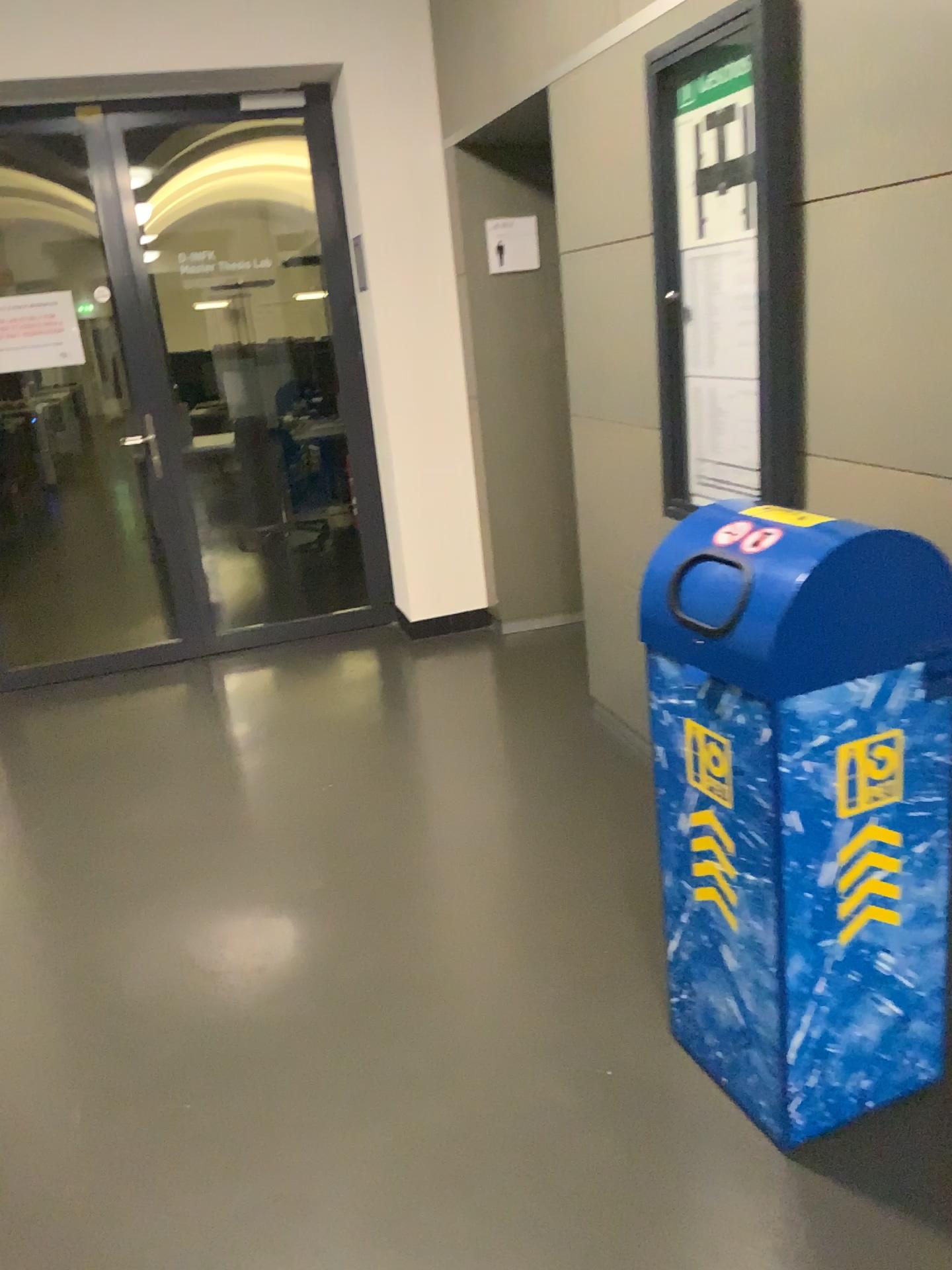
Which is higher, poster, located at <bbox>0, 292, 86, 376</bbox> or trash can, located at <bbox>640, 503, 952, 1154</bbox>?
poster, located at <bbox>0, 292, 86, 376</bbox>

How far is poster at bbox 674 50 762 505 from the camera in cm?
238

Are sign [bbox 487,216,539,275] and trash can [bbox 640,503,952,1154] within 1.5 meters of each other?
no

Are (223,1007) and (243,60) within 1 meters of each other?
no

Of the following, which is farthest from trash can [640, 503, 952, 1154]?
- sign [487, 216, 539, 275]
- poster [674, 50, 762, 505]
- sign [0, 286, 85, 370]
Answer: sign [0, 286, 85, 370]

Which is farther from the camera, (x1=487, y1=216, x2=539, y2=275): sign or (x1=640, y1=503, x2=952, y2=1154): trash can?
(x1=487, y1=216, x2=539, y2=275): sign

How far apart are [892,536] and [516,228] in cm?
318

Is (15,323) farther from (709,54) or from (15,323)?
(709,54)

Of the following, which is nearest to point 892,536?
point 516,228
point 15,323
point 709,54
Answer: point 709,54

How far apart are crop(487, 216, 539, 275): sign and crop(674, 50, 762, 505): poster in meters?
1.8 m
